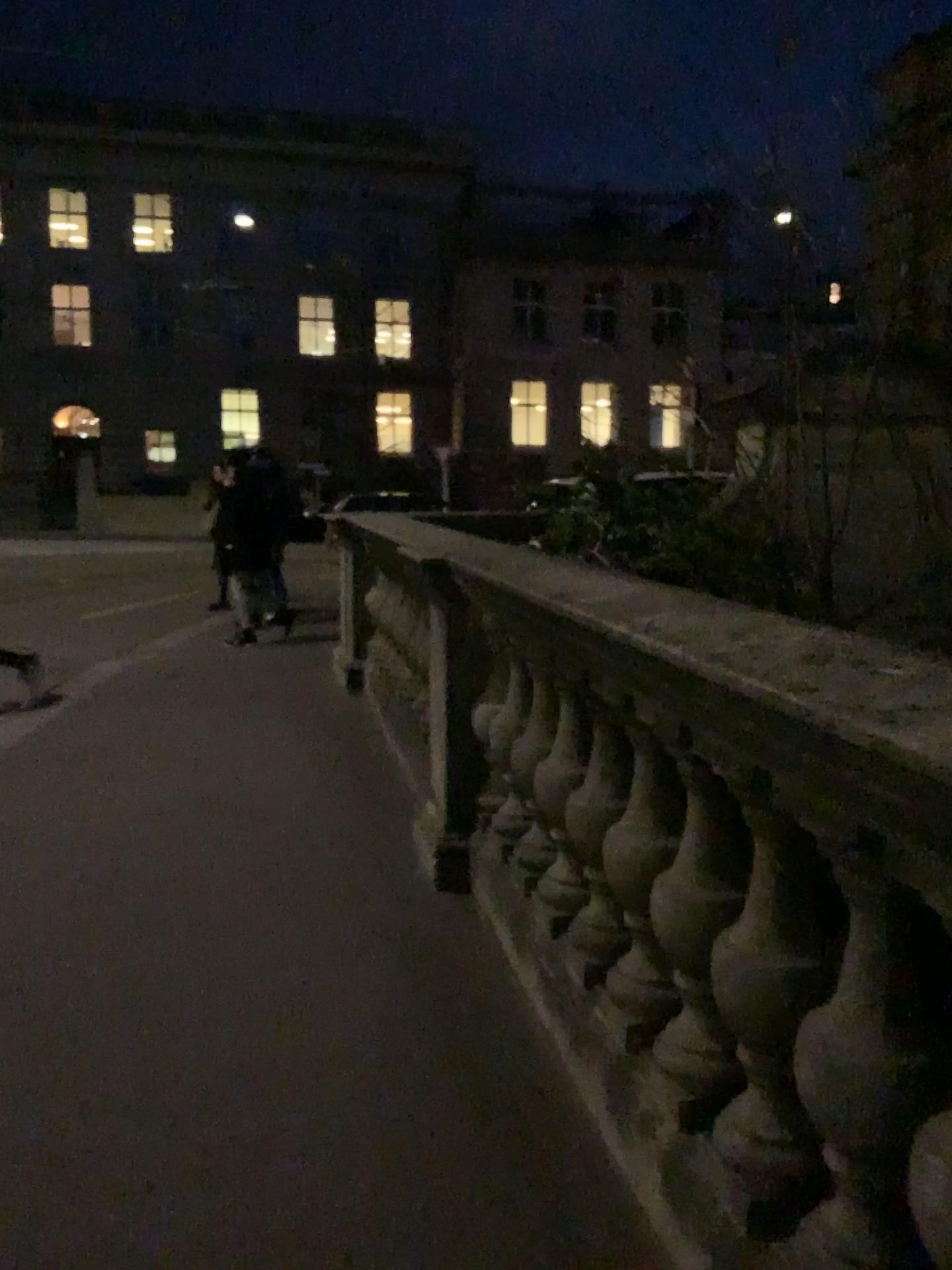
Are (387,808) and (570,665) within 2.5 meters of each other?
yes
